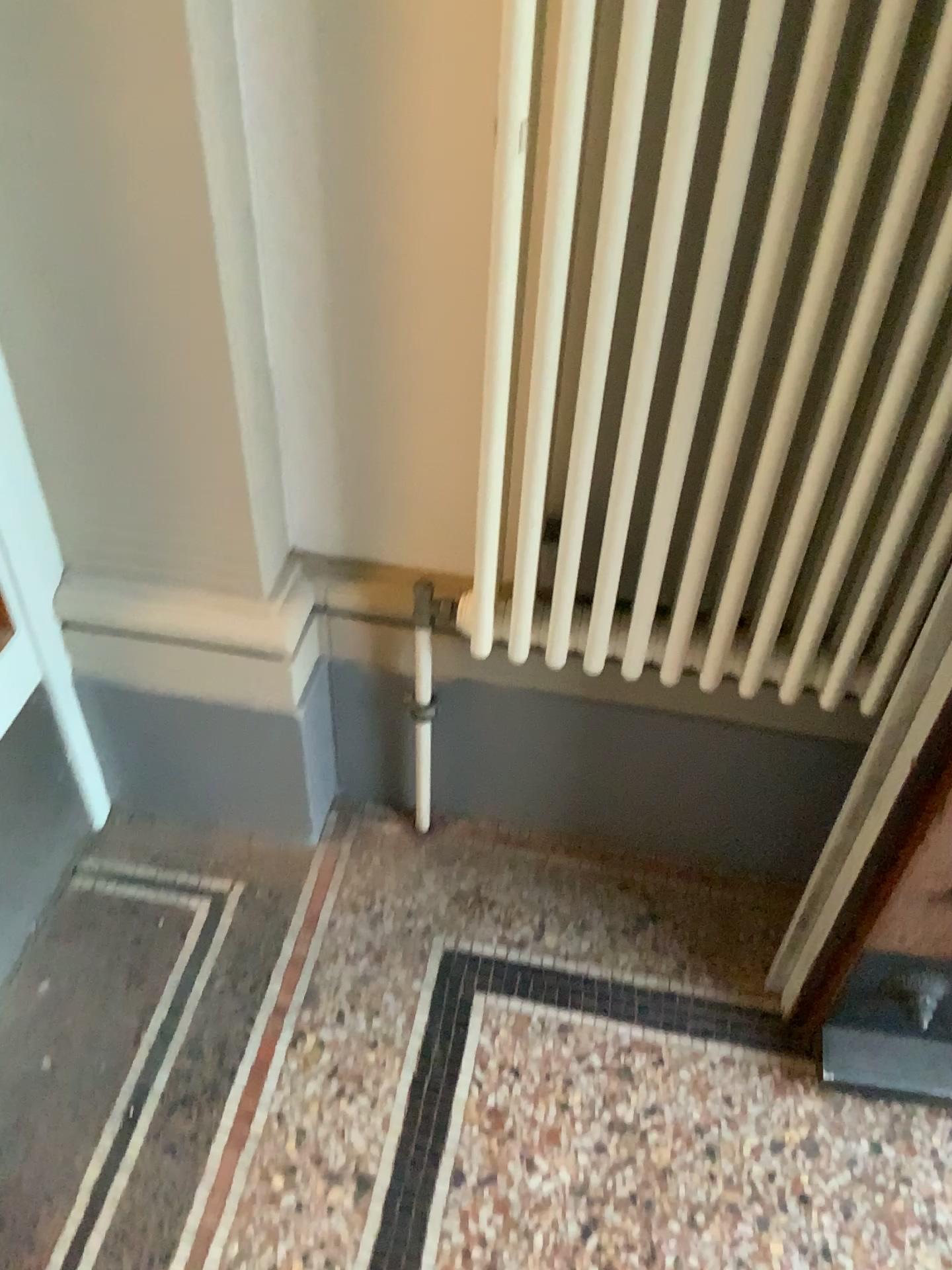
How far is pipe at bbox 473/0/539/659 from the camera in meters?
0.8

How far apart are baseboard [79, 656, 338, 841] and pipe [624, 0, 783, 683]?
0.5 meters

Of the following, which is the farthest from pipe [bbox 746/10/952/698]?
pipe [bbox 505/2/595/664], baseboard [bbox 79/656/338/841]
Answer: baseboard [bbox 79/656/338/841]

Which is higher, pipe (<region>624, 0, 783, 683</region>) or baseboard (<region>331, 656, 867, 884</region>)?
pipe (<region>624, 0, 783, 683</region>)

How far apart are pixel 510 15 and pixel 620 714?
0.8 meters

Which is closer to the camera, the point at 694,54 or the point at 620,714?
the point at 694,54

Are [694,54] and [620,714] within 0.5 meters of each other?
no

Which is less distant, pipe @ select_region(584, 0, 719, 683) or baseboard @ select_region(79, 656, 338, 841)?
pipe @ select_region(584, 0, 719, 683)

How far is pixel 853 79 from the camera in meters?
0.8 m

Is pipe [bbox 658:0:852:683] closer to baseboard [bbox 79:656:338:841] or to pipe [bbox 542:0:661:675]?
pipe [bbox 542:0:661:675]
